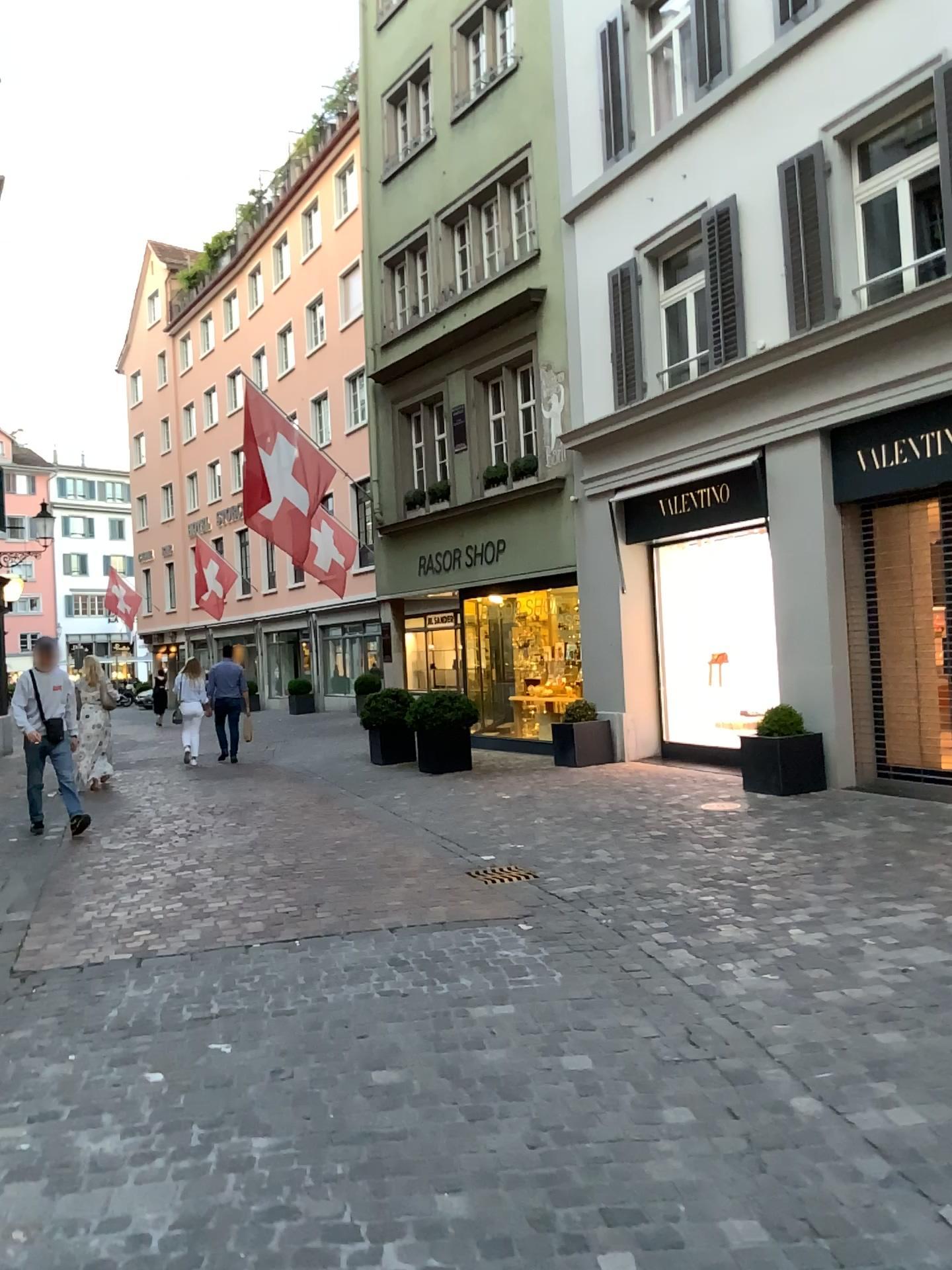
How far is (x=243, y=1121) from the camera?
3.03m
